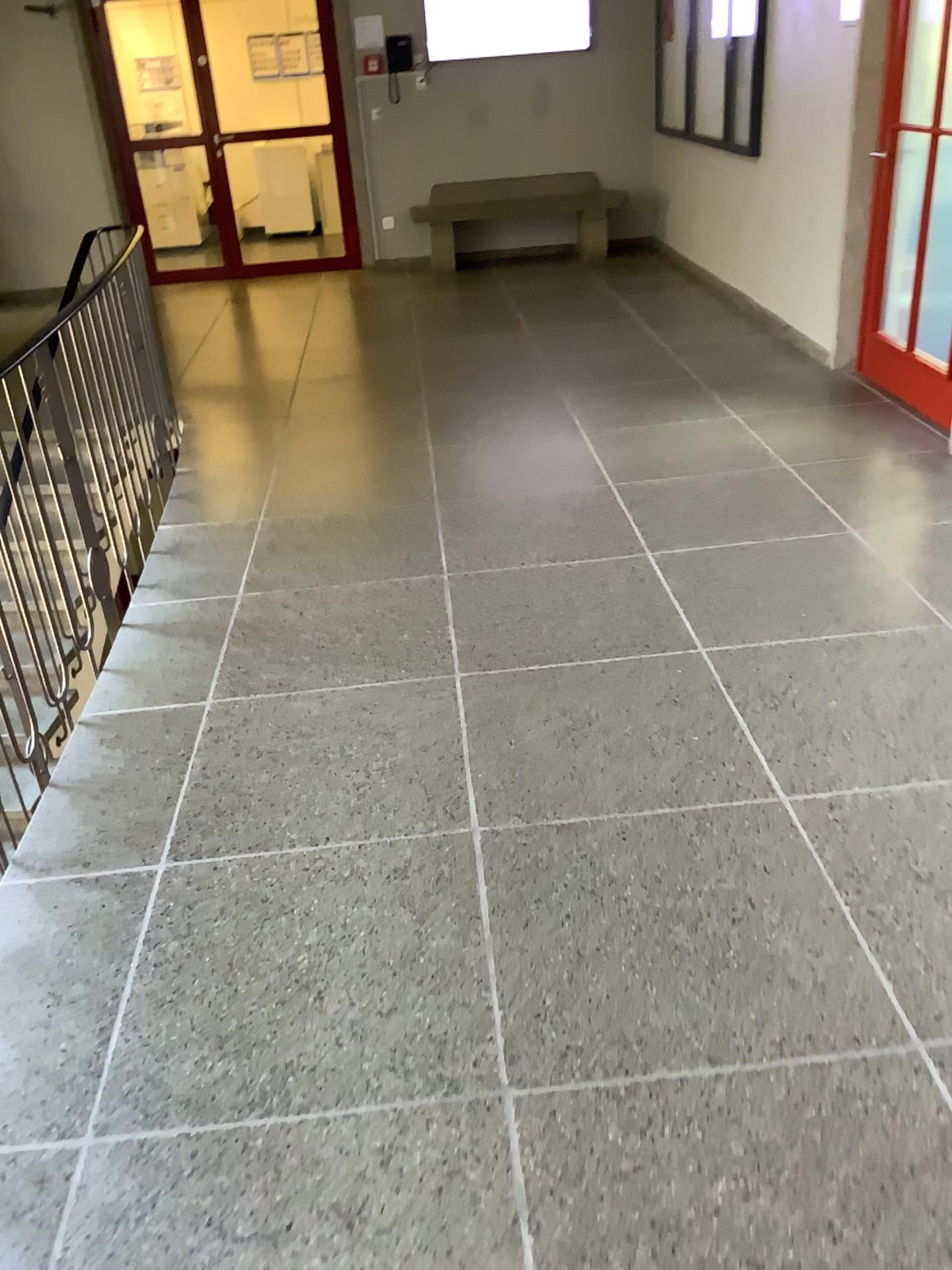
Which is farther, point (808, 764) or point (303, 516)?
point (303, 516)
